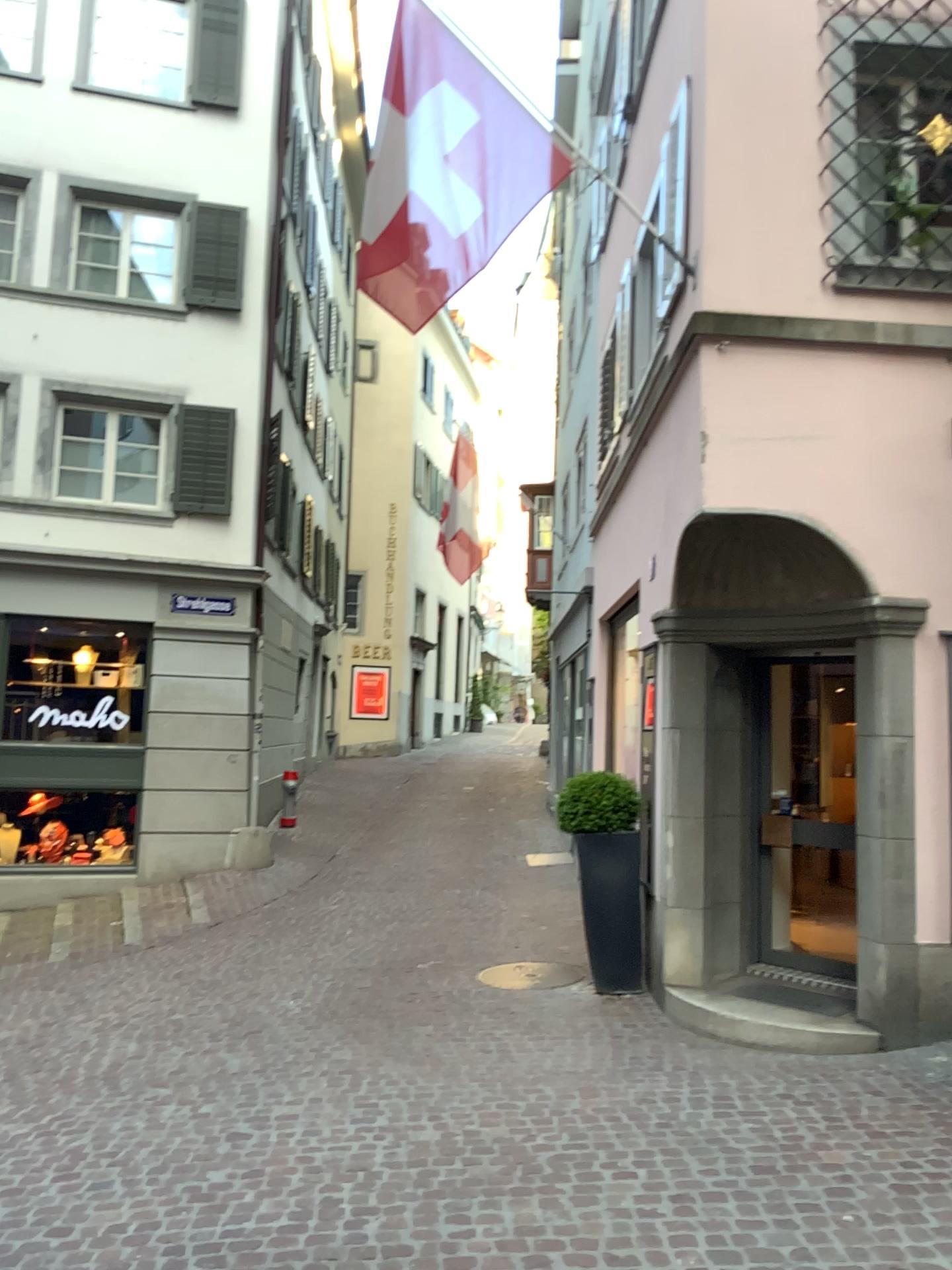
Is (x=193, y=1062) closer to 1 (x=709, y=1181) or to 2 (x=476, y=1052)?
2 (x=476, y=1052)
